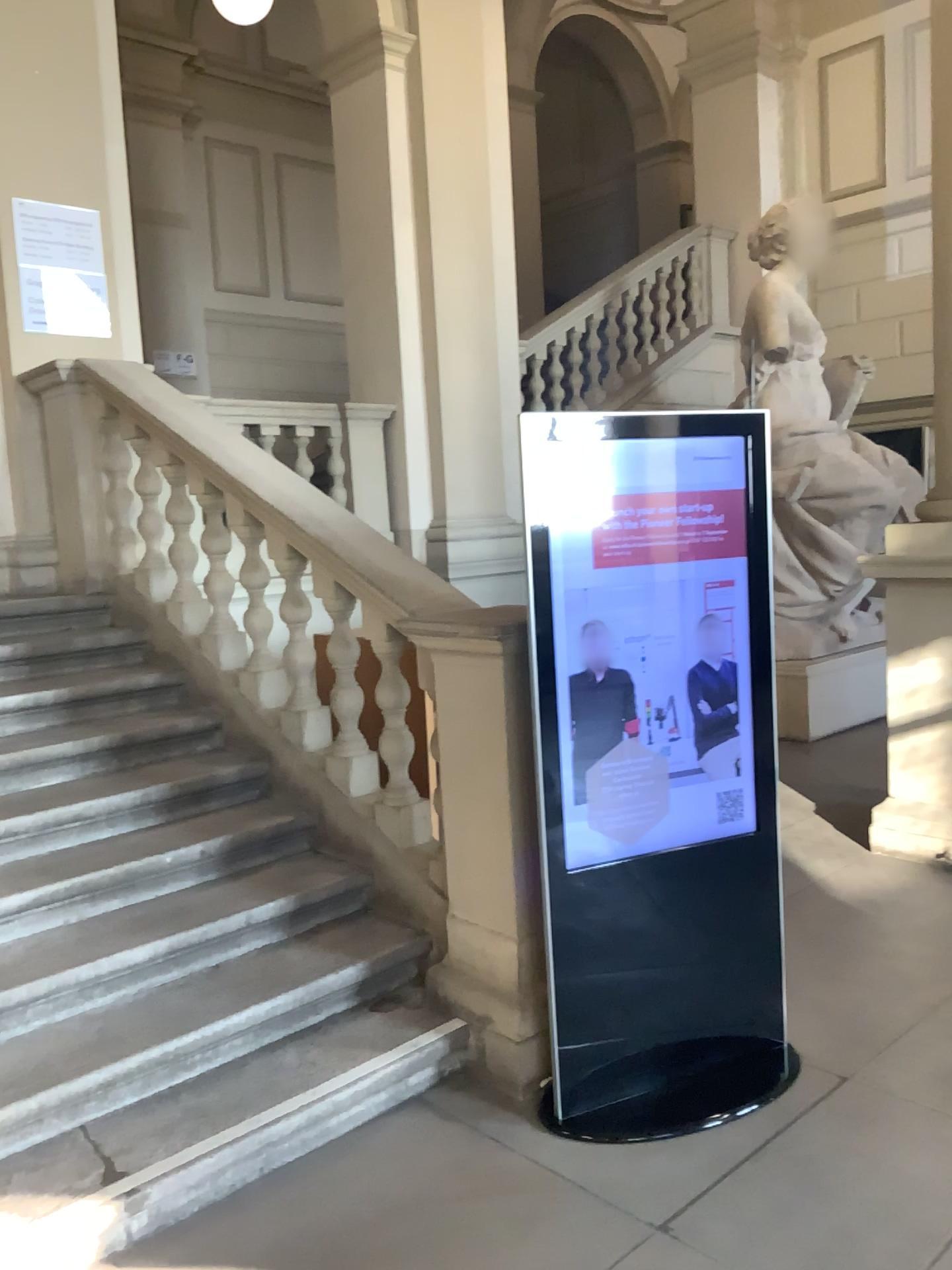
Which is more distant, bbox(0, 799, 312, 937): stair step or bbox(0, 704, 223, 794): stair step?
A: bbox(0, 704, 223, 794): stair step

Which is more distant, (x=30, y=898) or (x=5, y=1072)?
(x=30, y=898)

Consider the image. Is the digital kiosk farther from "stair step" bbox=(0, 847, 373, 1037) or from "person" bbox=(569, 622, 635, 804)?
"stair step" bbox=(0, 847, 373, 1037)

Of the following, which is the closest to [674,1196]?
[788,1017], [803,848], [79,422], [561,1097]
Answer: [561,1097]

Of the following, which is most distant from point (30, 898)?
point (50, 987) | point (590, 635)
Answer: point (590, 635)

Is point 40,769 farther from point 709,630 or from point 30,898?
point 709,630

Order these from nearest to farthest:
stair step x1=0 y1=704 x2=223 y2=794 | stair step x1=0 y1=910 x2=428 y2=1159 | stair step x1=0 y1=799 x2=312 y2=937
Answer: stair step x1=0 y1=910 x2=428 y2=1159 → stair step x1=0 y1=799 x2=312 y2=937 → stair step x1=0 y1=704 x2=223 y2=794

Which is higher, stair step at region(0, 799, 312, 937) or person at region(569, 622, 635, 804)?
person at region(569, 622, 635, 804)

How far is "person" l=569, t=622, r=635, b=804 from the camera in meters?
2.7

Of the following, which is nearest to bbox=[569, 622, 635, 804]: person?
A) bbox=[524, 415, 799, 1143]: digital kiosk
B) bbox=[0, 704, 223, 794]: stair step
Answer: bbox=[524, 415, 799, 1143]: digital kiosk
